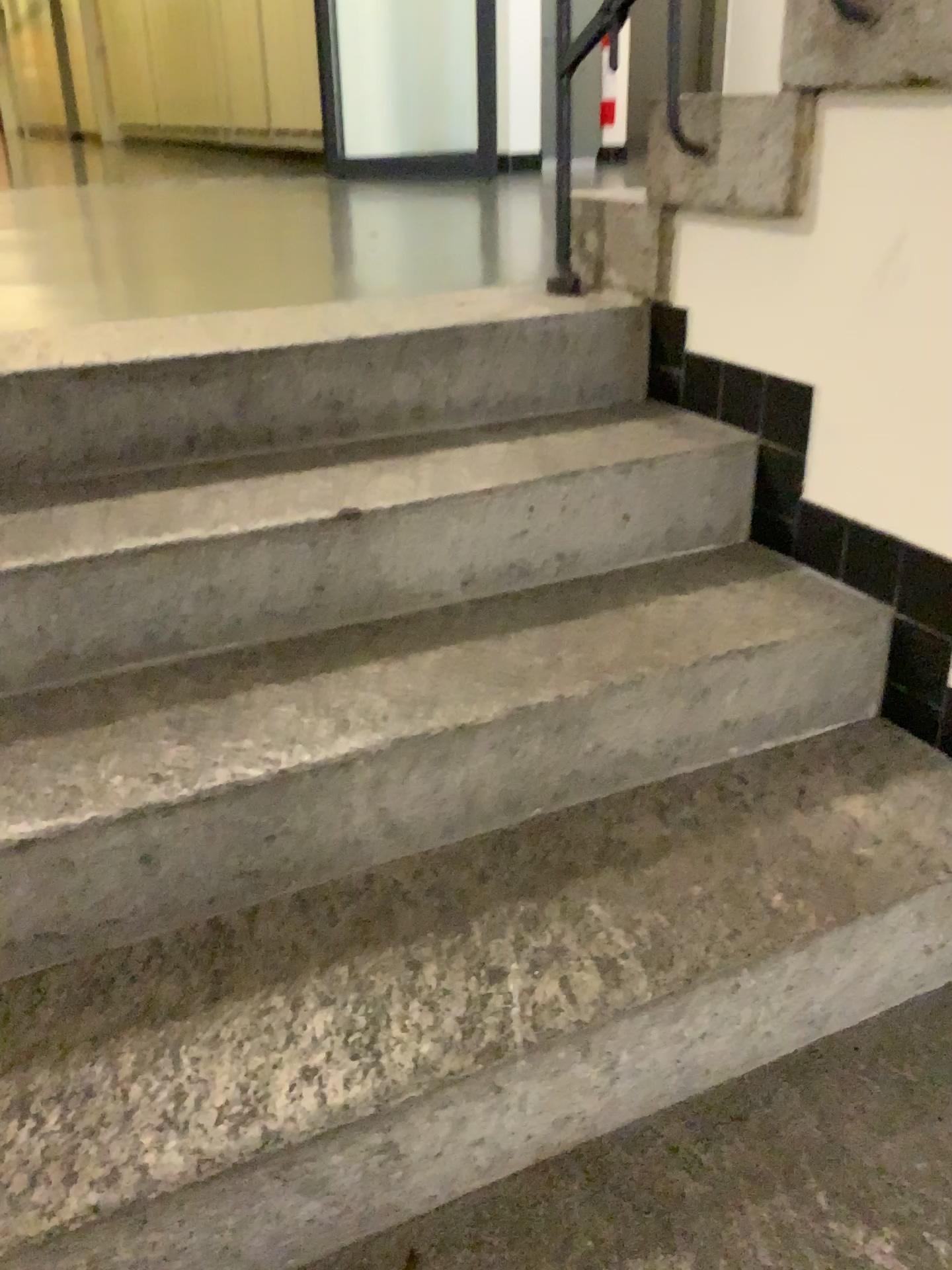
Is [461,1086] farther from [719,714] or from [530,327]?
[530,327]
